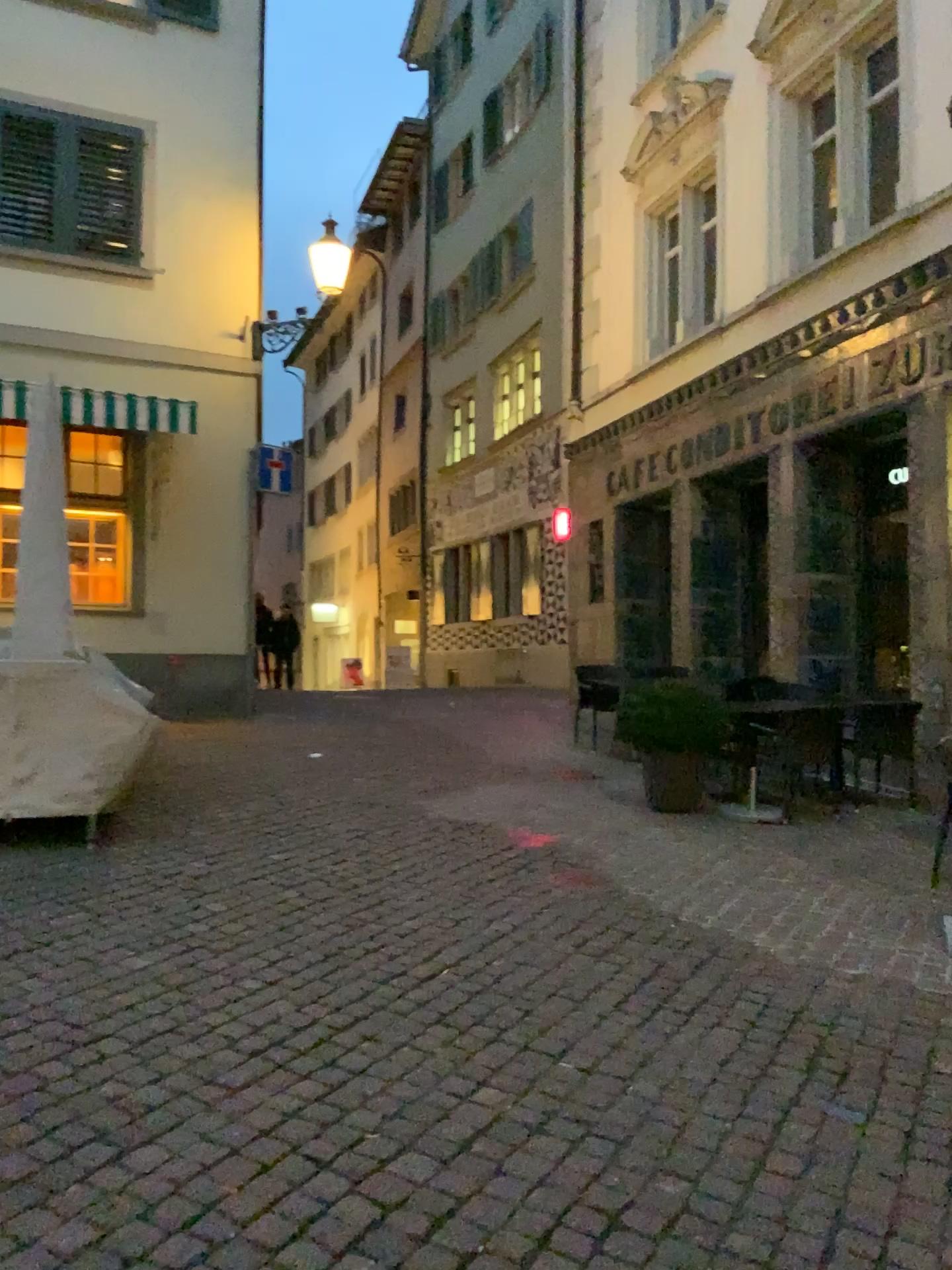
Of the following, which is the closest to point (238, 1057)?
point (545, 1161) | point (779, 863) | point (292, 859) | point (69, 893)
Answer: point (545, 1161)
